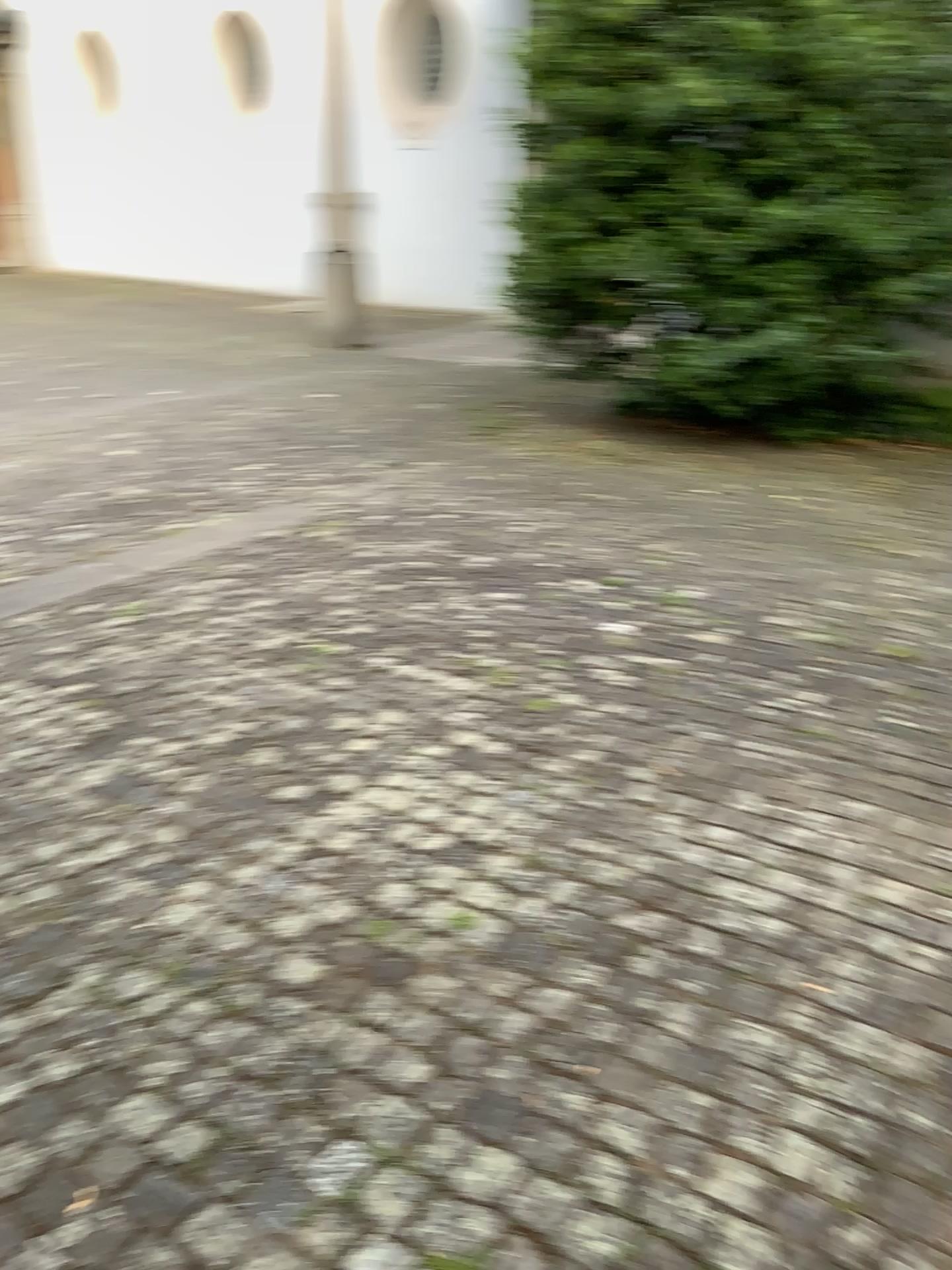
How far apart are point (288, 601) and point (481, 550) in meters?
1.0 m
